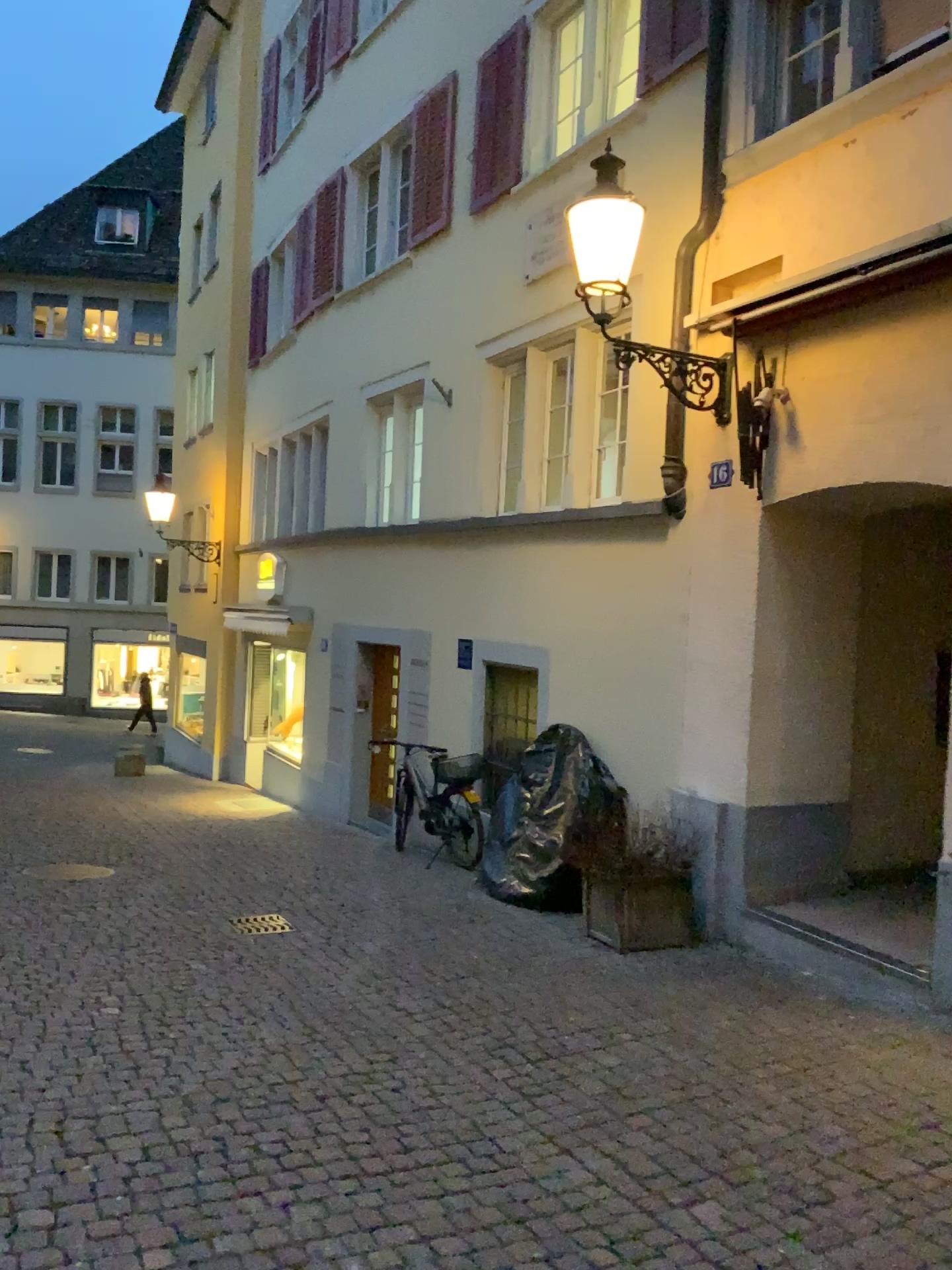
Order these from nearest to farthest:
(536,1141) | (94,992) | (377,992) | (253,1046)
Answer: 1. (536,1141)
2. (253,1046)
3. (94,992)
4. (377,992)
